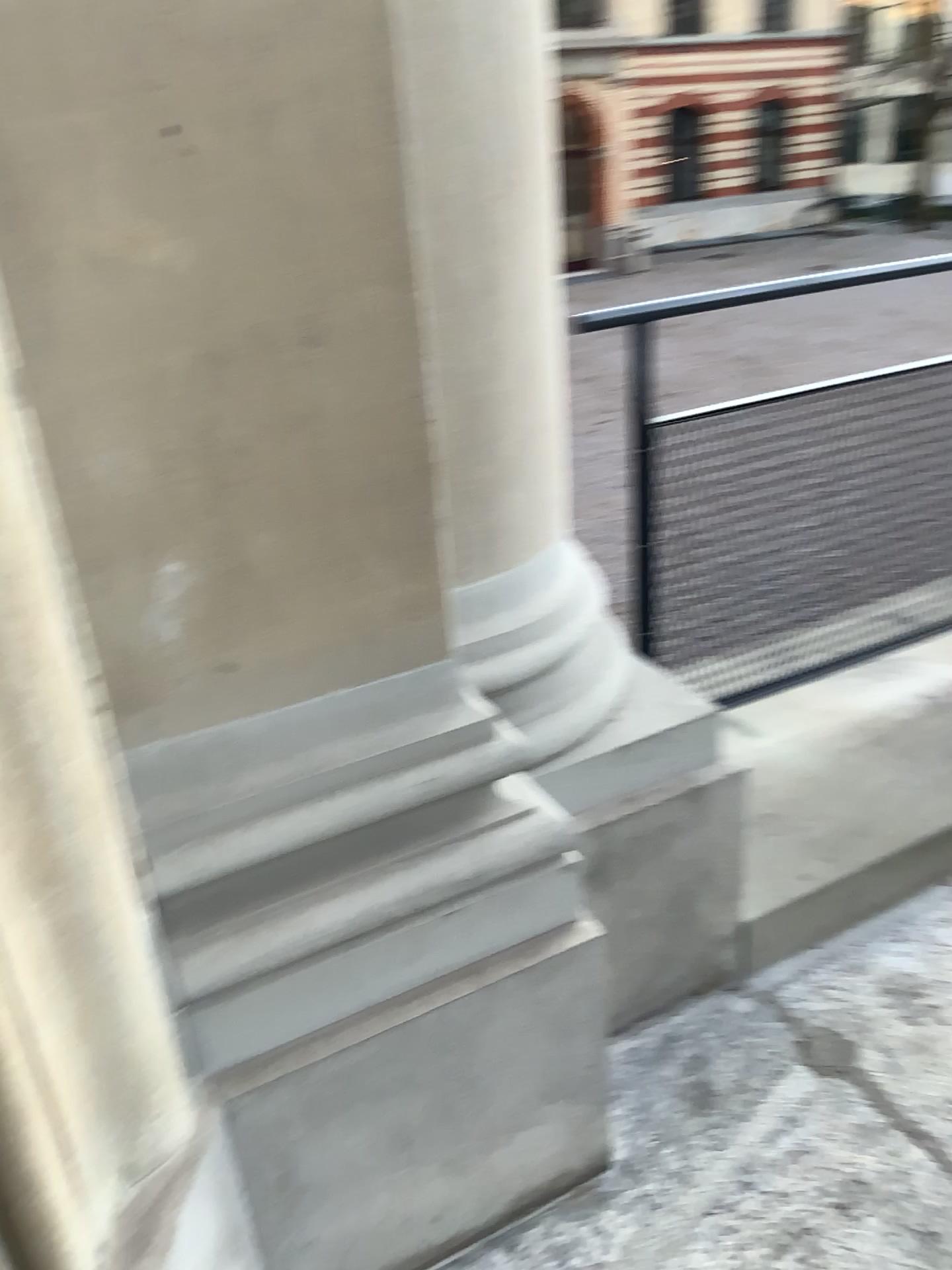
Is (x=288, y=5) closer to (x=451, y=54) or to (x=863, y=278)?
(x=451, y=54)

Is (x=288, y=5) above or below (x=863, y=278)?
above

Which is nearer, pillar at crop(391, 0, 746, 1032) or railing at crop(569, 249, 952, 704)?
pillar at crop(391, 0, 746, 1032)

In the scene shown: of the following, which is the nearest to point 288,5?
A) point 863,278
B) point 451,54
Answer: point 451,54

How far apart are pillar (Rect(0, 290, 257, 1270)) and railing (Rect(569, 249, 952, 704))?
1.0m

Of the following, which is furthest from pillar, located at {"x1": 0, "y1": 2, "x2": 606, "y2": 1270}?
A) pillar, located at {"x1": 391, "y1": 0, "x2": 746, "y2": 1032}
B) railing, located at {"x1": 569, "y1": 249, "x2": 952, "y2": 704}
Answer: railing, located at {"x1": 569, "y1": 249, "x2": 952, "y2": 704}

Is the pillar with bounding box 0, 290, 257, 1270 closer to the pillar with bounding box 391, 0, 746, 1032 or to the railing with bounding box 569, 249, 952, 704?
the pillar with bounding box 391, 0, 746, 1032

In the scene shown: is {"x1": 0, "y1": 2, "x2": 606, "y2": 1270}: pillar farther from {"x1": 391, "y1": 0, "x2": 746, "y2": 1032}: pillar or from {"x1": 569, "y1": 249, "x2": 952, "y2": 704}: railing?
{"x1": 569, "y1": 249, "x2": 952, "y2": 704}: railing

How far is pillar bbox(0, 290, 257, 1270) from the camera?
0.9m

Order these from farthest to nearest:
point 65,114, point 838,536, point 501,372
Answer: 1. point 838,536
2. point 501,372
3. point 65,114
